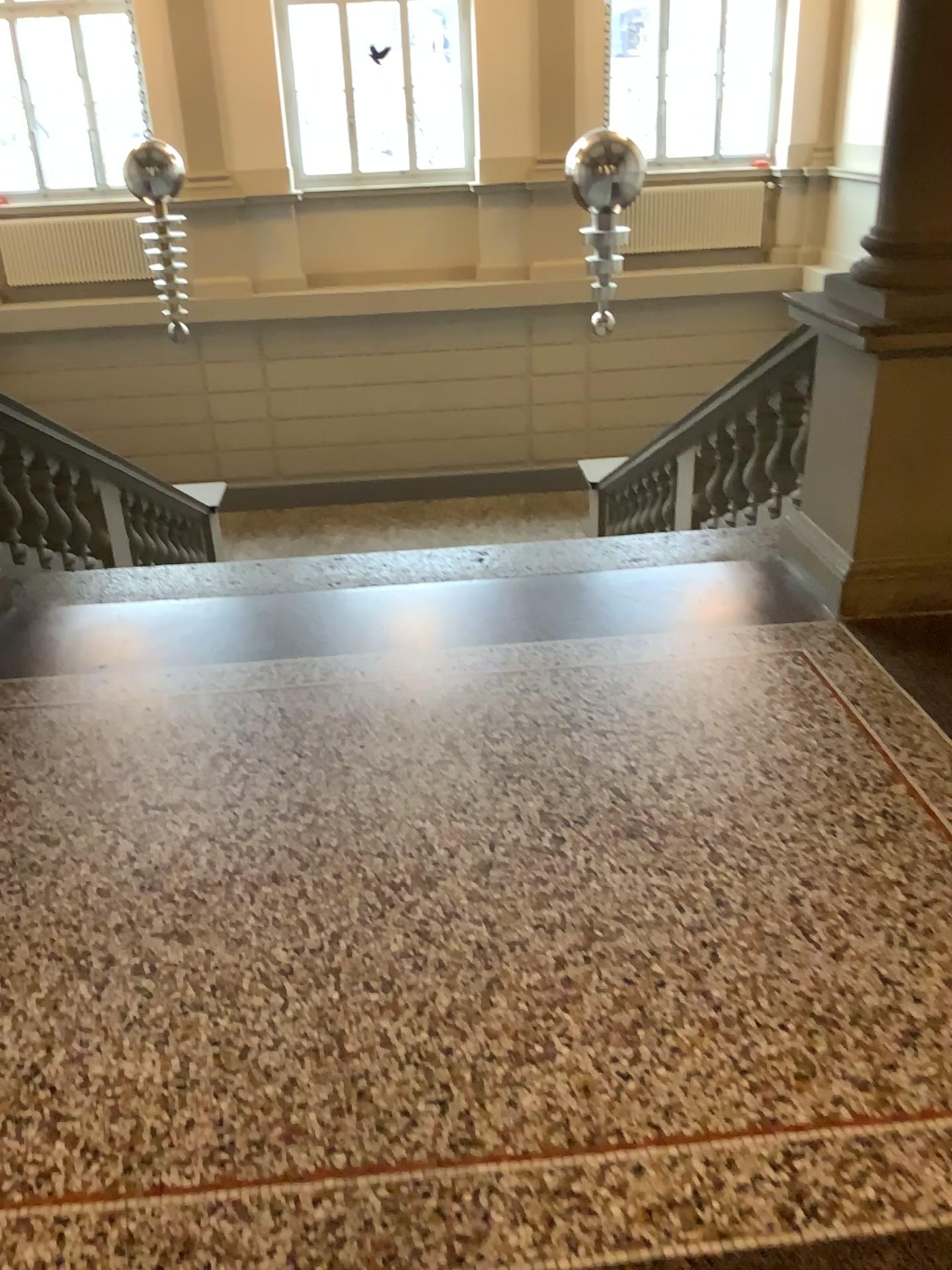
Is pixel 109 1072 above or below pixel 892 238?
below
